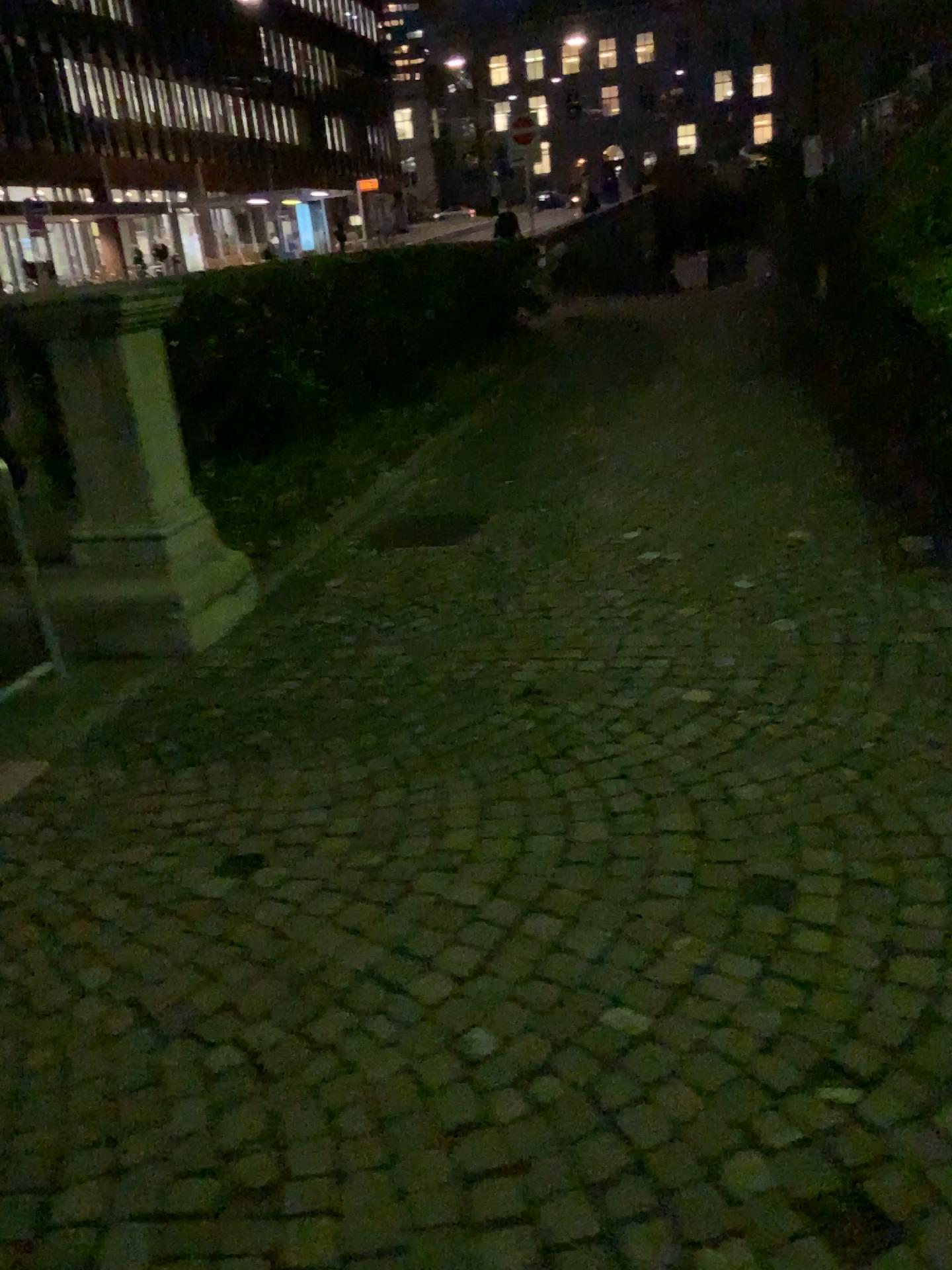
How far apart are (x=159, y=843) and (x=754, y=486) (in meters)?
3.81
